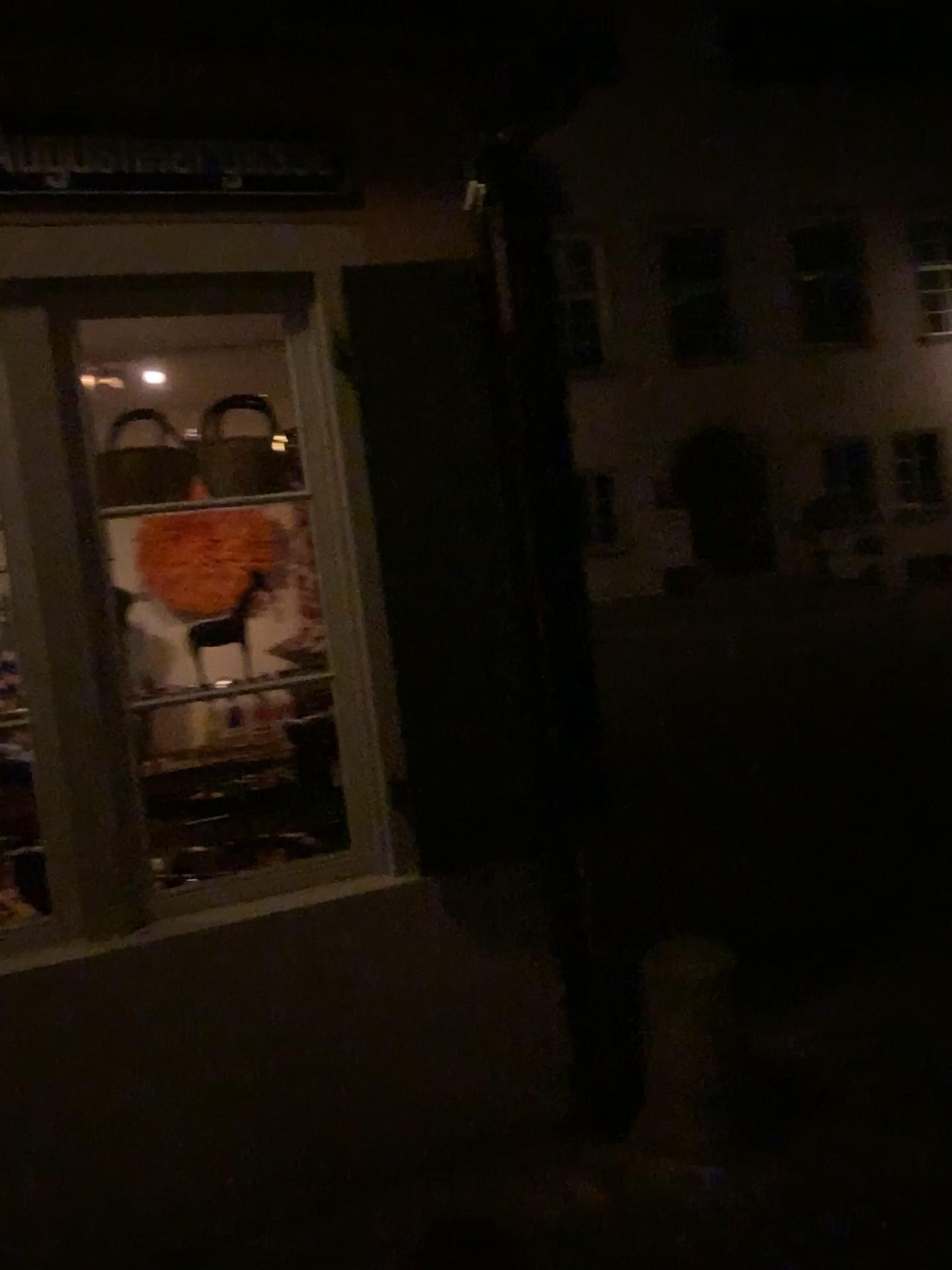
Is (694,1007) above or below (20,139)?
below

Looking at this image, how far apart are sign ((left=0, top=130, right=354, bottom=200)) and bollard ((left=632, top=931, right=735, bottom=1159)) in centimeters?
220cm

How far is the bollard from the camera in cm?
262

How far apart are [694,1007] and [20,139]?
2.6 meters

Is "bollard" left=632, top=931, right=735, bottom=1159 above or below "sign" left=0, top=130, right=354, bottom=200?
below

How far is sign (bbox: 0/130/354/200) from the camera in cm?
240

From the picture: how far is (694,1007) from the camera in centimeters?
262cm

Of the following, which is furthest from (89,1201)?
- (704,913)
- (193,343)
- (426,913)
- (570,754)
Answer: (193,343)
